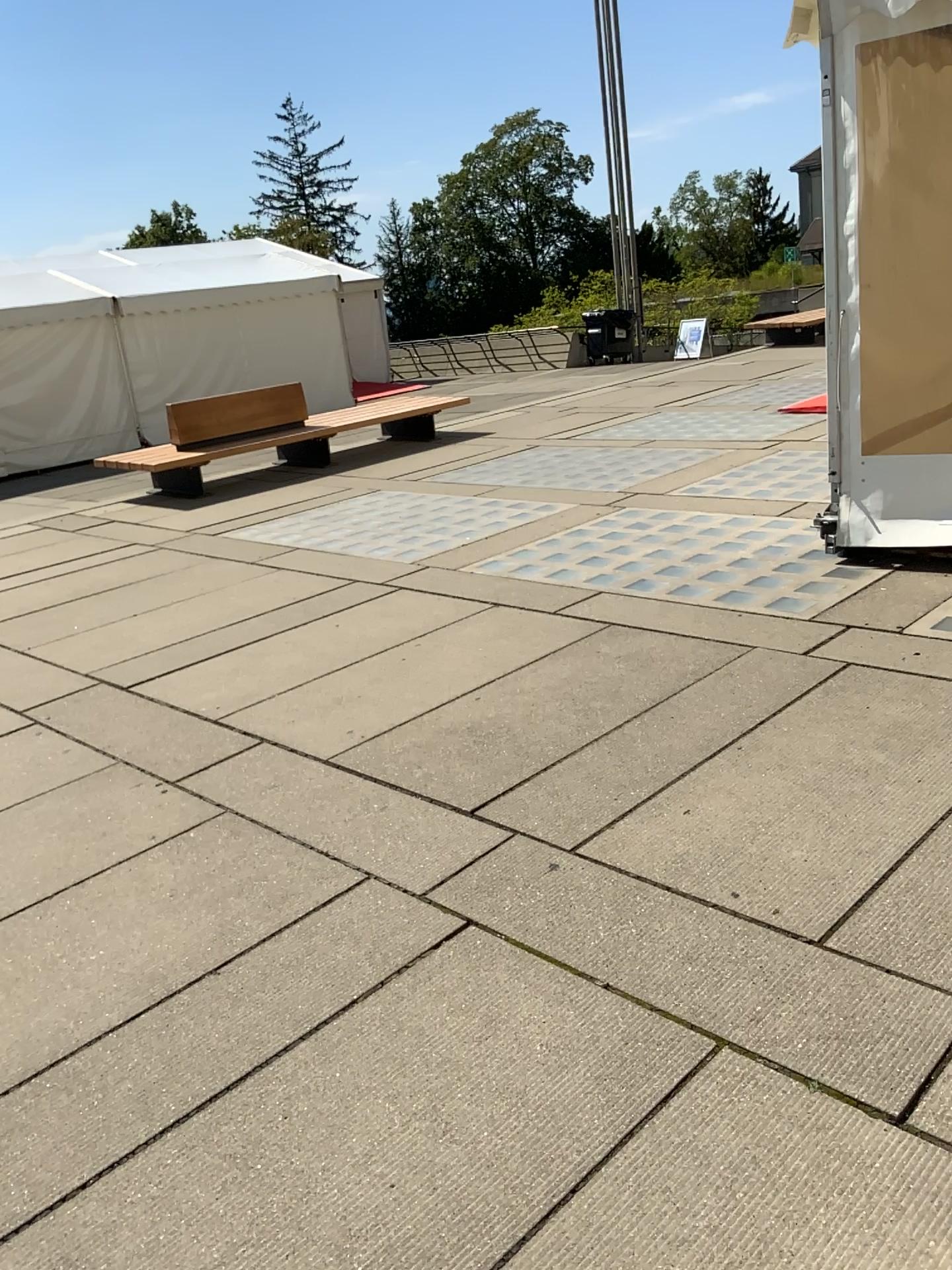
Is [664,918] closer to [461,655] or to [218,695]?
[461,655]
